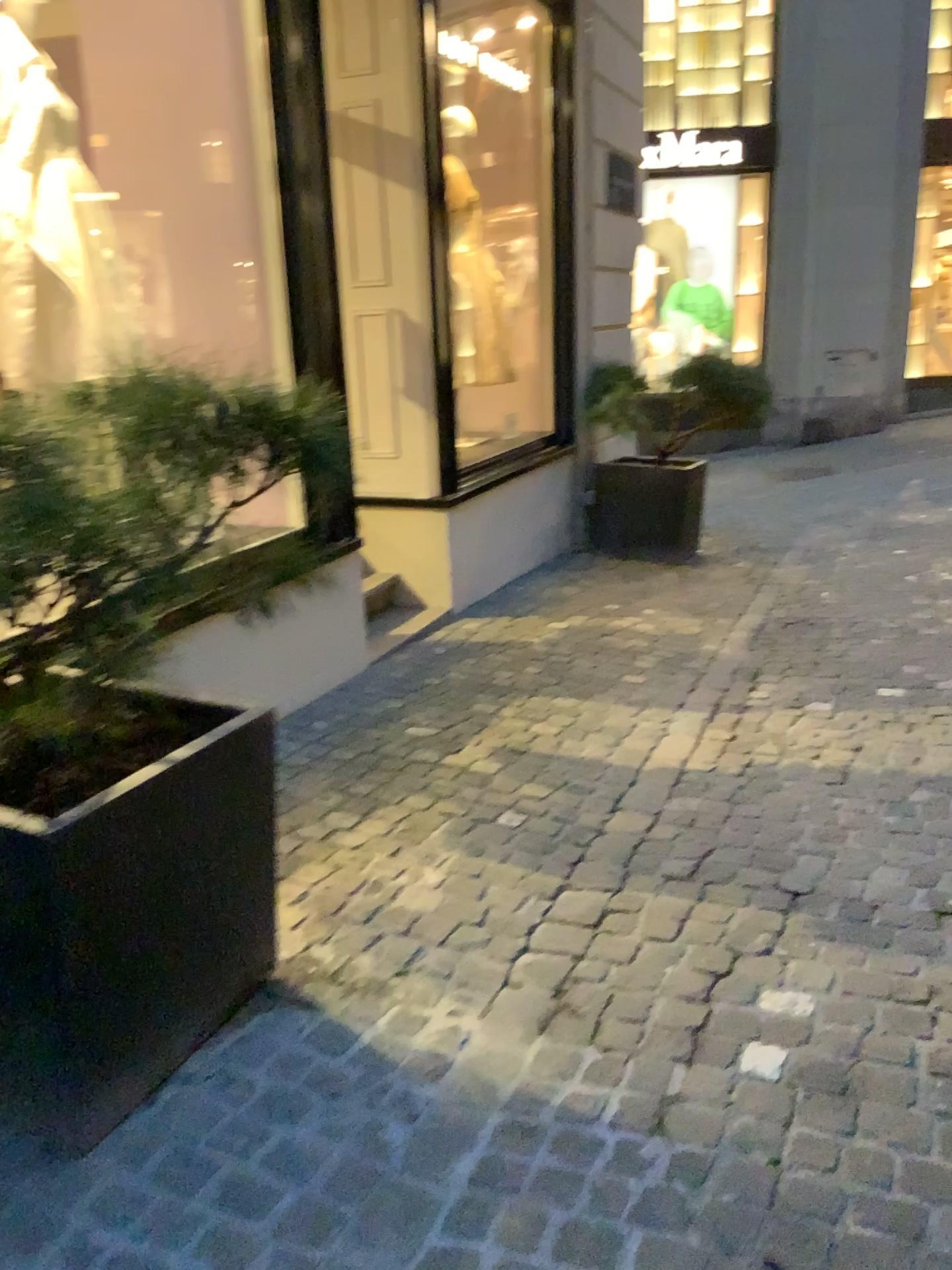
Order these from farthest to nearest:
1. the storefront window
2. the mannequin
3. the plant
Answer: the storefront window
the mannequin
the plant

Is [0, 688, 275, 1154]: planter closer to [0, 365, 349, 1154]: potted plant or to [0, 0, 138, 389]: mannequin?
[0, 365, 349, 1154]: potted plant

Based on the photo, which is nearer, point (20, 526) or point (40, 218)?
point (20, 526)

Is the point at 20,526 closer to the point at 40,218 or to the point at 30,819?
the point at 30,819

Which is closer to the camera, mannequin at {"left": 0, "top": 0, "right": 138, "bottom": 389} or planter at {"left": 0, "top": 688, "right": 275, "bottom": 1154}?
planter at {"left": 0, "top": 688, "right": 275, "bottom": 1154}

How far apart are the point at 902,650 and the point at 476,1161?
3.36m

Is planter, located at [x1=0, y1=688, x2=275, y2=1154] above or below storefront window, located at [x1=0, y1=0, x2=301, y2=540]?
below

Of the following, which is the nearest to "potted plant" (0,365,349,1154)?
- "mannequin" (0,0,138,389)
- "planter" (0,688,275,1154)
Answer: "planter" (0,688,275,1154)

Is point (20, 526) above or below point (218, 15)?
below
